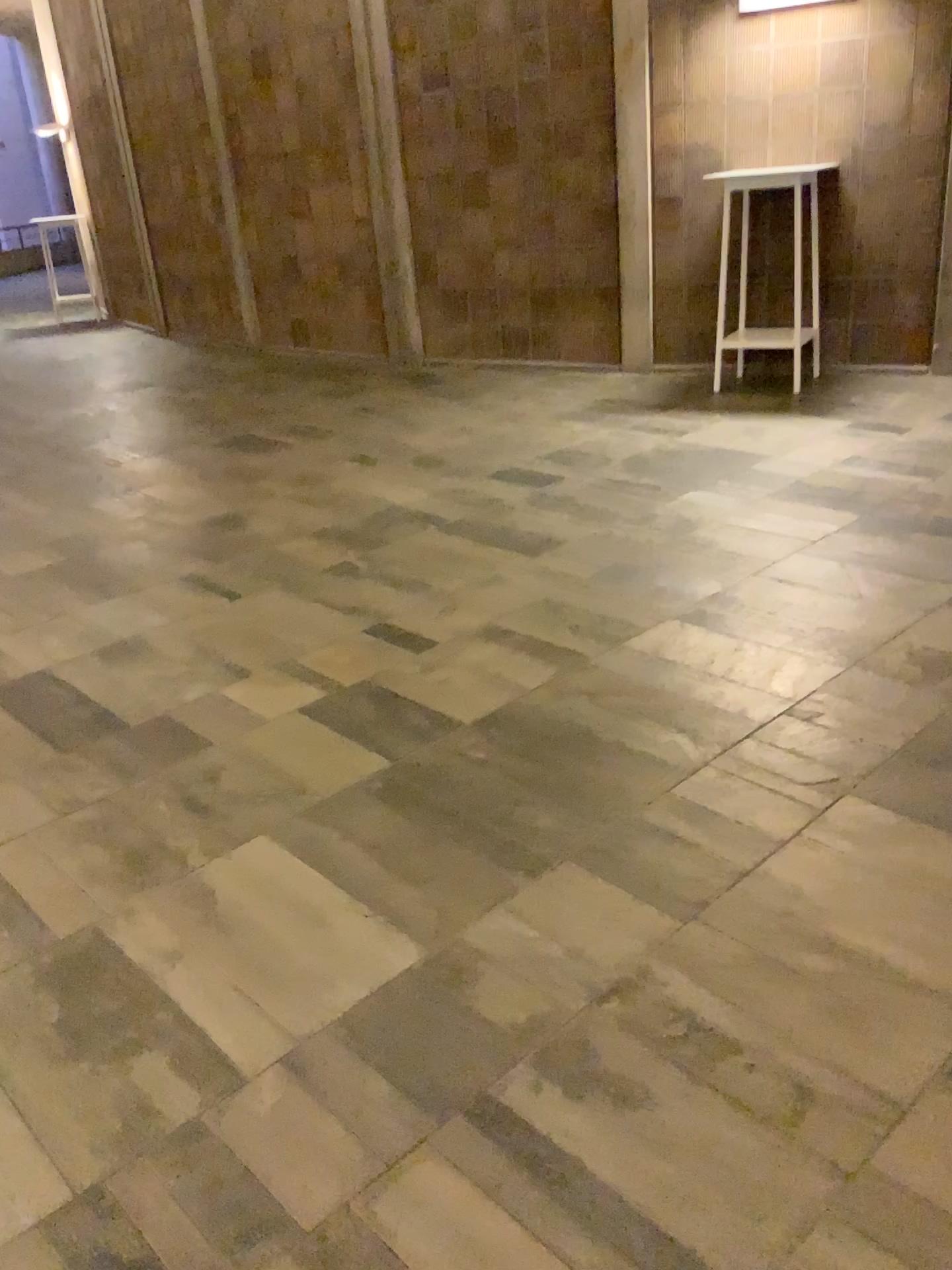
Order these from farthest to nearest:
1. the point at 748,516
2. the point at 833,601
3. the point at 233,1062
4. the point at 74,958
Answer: the point at 748,516 < the point at 833,601 < the point at 74,958 < the point at 233,1062
